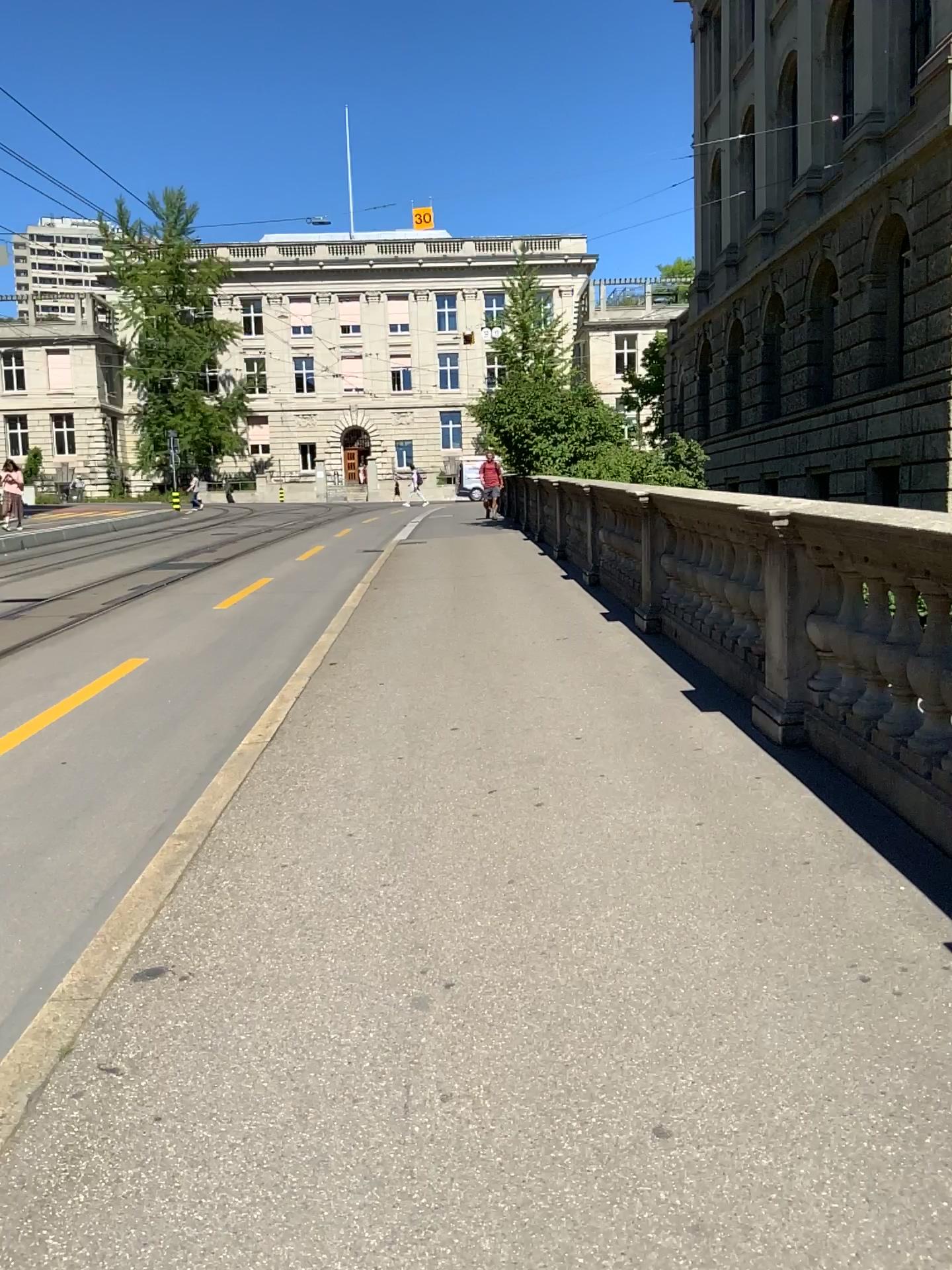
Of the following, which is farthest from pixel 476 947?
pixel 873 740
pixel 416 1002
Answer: pixel 873 740
